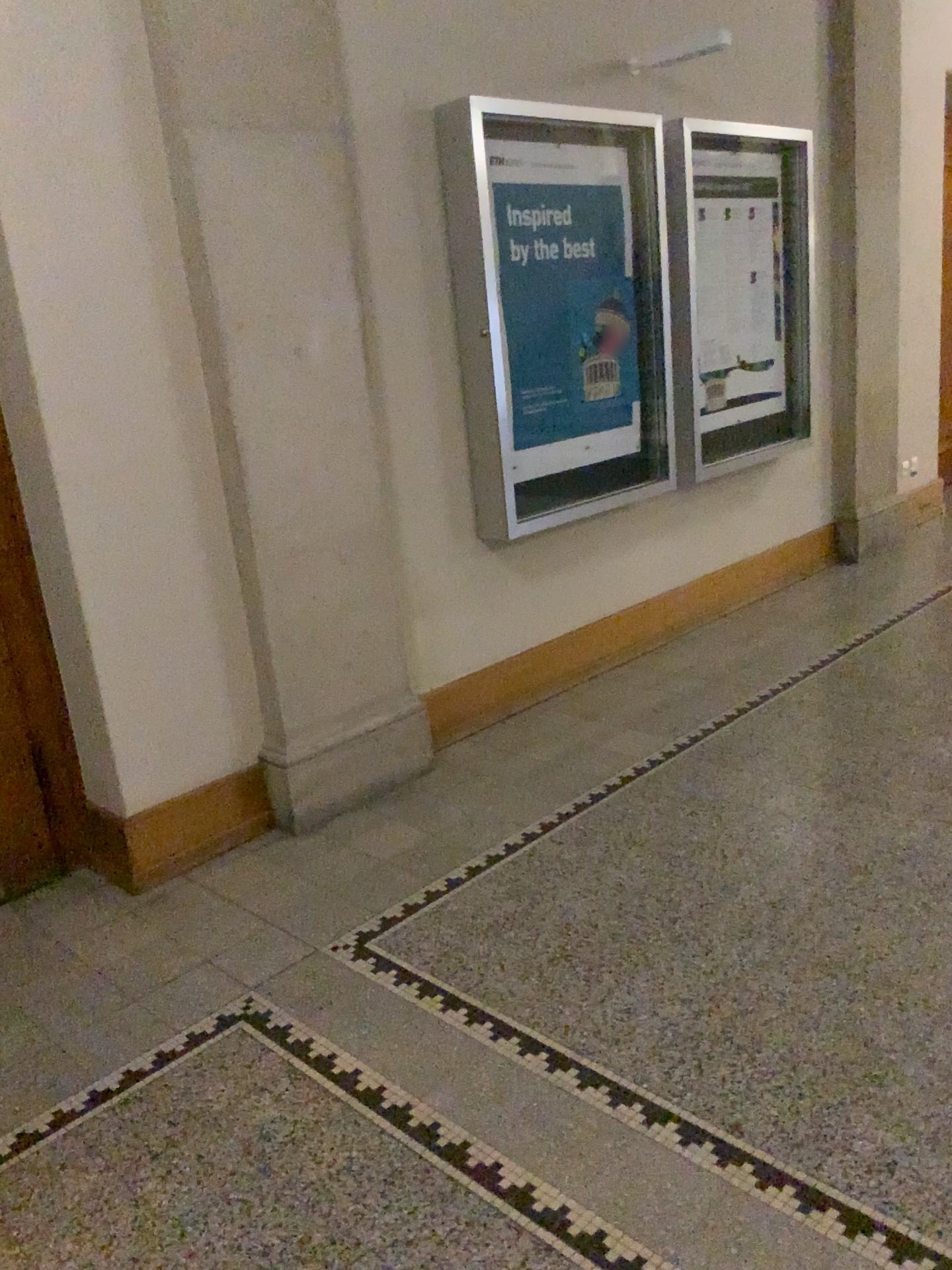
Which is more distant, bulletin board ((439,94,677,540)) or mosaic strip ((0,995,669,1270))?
bulletin board ((439,94,677,540))

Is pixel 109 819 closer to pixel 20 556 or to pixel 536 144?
pixel 20 556

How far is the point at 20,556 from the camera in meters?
3.0 m

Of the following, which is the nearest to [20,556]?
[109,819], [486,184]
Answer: [109,819]

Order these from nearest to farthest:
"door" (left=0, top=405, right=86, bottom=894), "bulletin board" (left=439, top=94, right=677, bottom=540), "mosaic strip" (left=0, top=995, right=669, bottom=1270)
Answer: "mosaic strip" (left=0, top=995, right=669, bottom=1270) → "door" (left=0, top=405, right=86, bottom=894) → "bulletin board" (left=439, top=94, right=677, bottom=540)

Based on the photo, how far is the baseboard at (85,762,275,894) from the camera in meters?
3.0

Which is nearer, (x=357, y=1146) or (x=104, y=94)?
(x=357, y=1146)

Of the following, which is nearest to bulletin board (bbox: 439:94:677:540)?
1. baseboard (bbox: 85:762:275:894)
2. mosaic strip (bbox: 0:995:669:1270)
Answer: baseboard (bbox: 85:762:275:894)

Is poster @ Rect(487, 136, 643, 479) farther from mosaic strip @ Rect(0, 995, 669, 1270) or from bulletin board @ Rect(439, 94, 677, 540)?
mosaic strip @ Rect(0, 995, 669, 1270)

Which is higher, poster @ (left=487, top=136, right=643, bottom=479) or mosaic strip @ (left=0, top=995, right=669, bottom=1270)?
poster @ (left=487, top=136, right=643, bottom=479)
